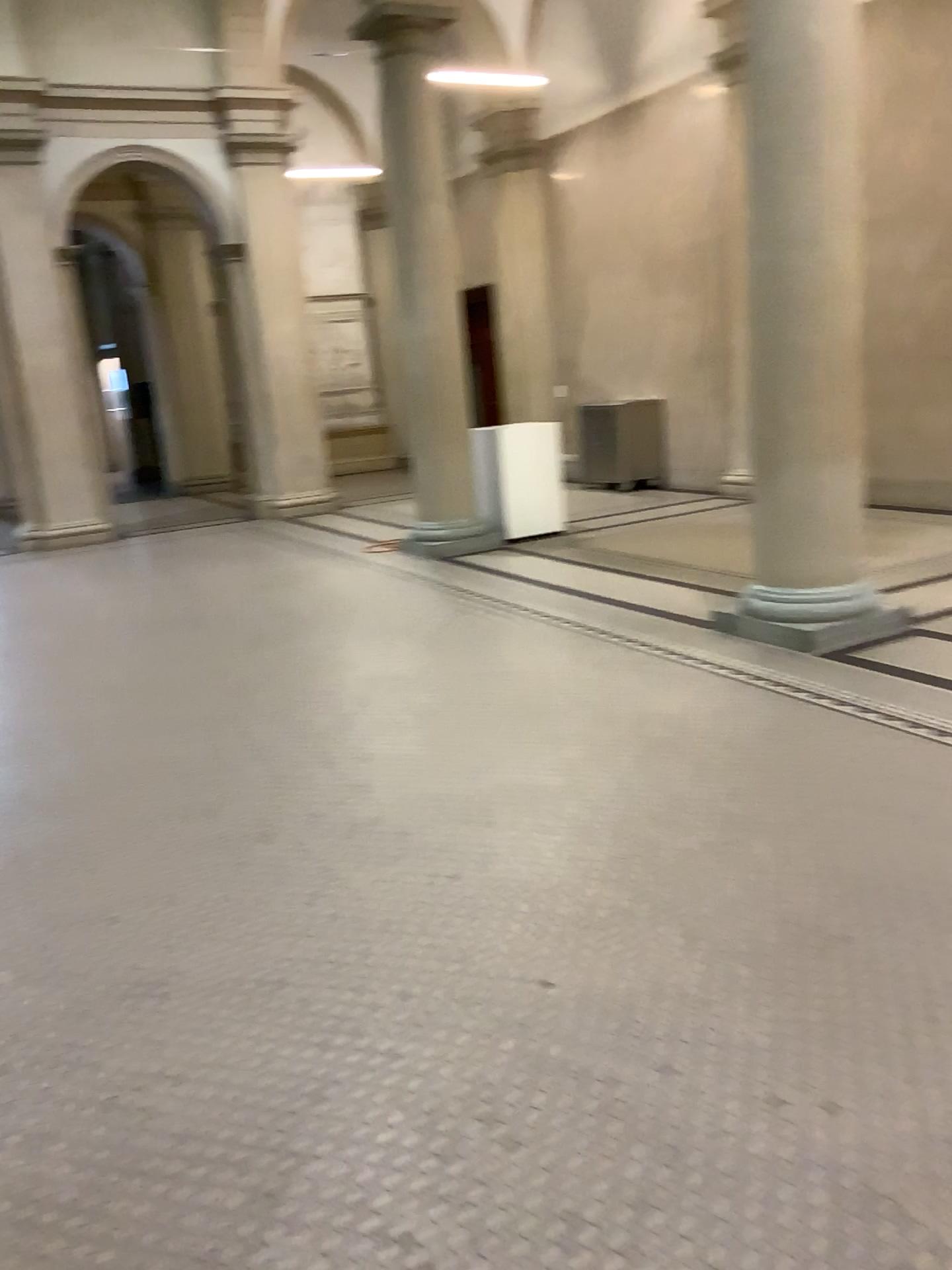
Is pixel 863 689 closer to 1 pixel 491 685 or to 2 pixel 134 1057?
1 pixel 491 685
